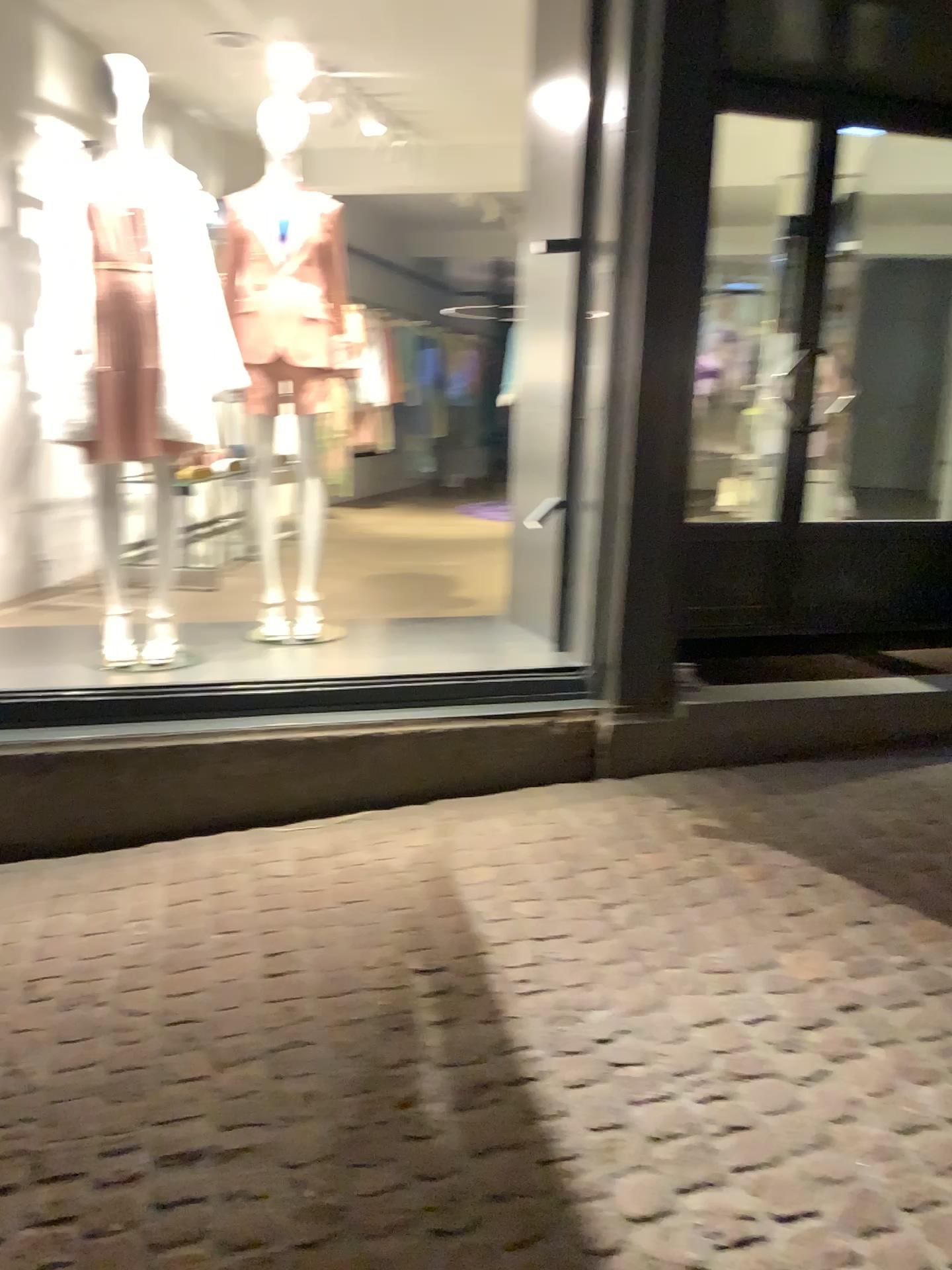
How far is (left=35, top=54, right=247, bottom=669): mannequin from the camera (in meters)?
3.27

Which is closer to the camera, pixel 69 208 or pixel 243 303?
pixel 69 208

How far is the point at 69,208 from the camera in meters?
3.3 m

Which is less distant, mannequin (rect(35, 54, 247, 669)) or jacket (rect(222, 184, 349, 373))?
Answer: mannequin (rect(35, 54, 247, 669))

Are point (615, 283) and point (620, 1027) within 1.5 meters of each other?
no
